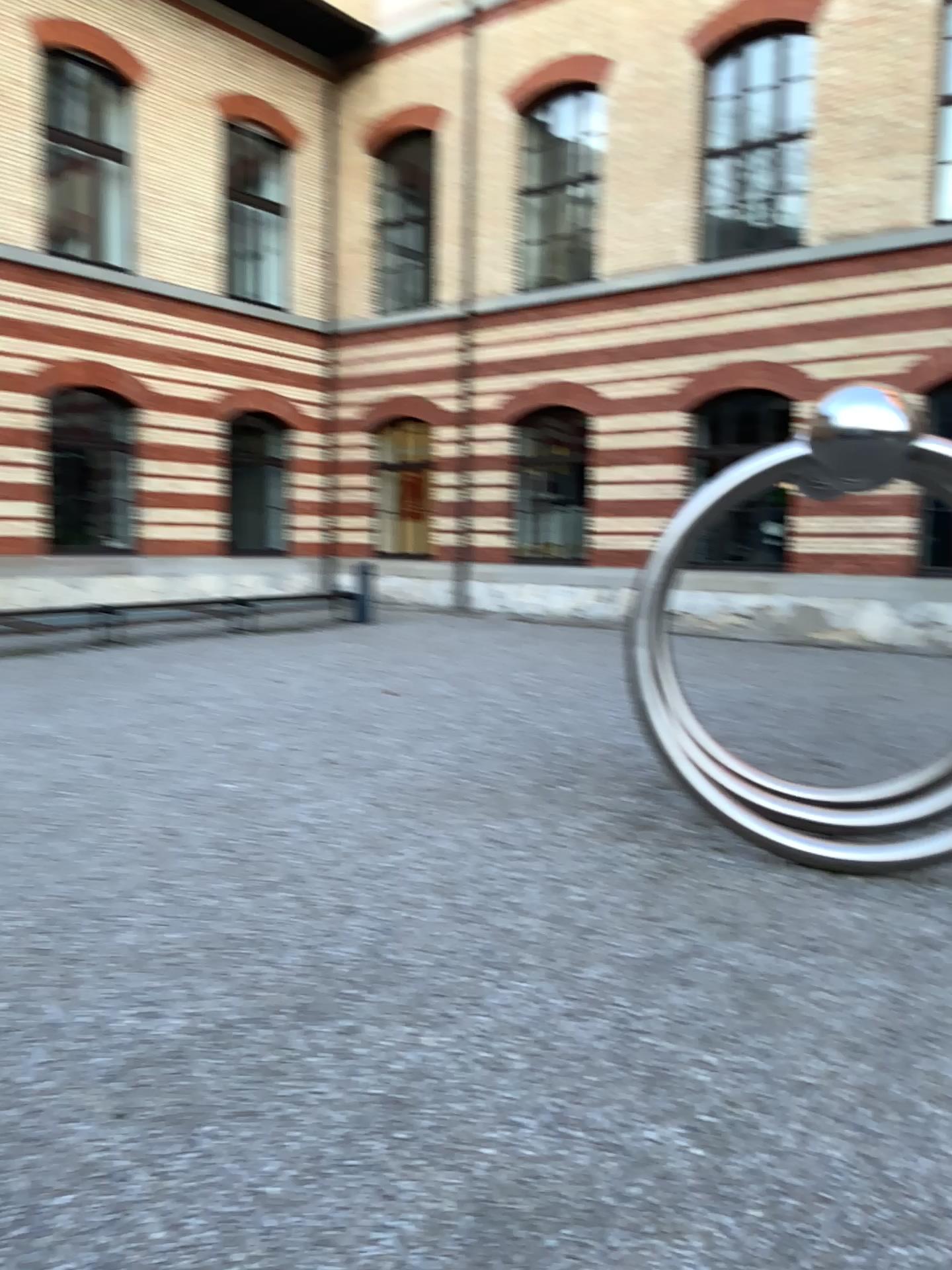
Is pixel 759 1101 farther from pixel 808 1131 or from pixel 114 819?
pixel 114 819
